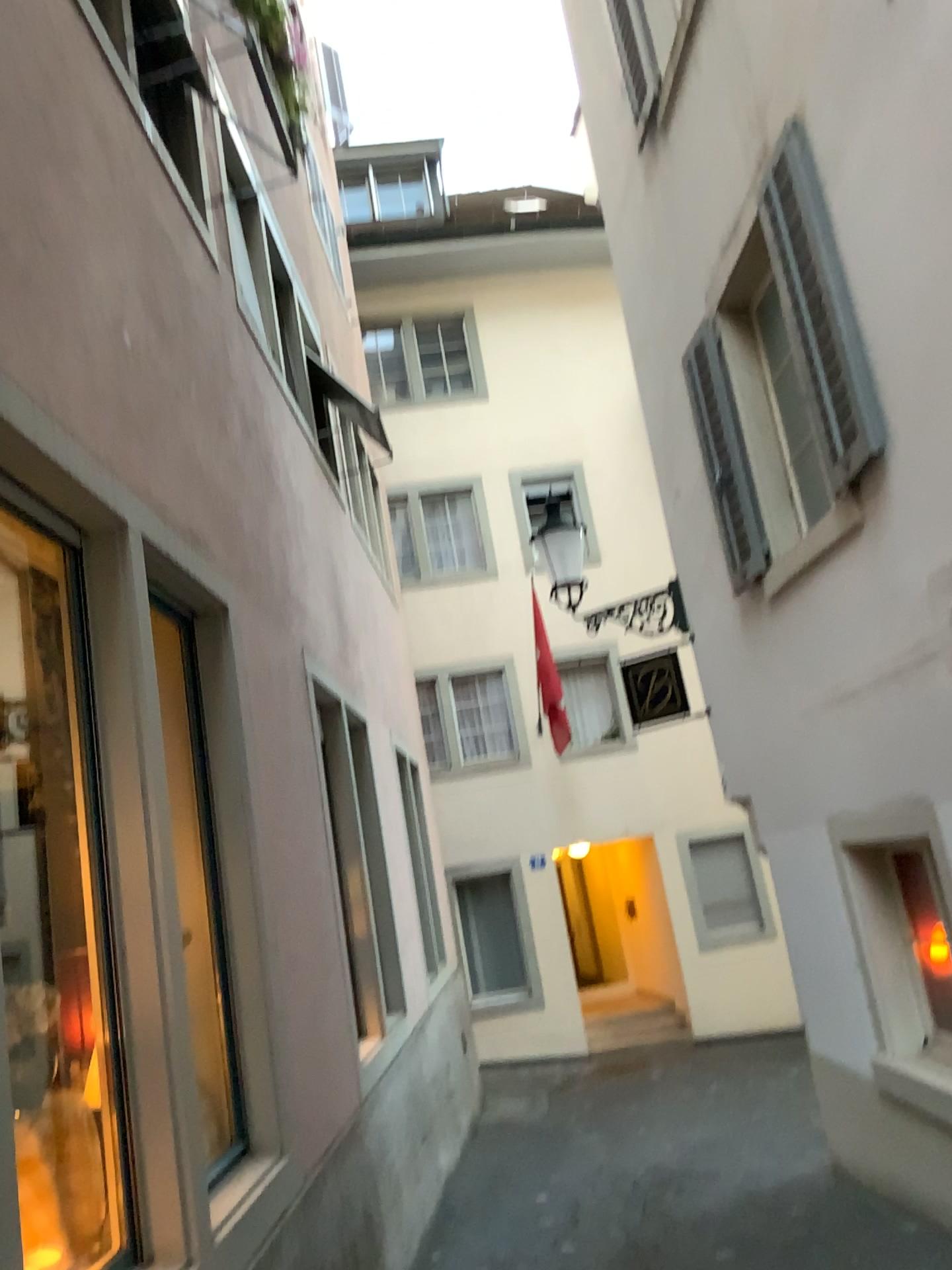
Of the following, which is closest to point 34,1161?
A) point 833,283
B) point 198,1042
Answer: point 198,1042

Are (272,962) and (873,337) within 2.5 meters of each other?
no

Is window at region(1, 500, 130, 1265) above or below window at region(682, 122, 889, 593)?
below

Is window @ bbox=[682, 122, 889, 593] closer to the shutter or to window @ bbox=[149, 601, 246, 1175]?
the shutter

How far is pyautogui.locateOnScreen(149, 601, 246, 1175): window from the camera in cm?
368

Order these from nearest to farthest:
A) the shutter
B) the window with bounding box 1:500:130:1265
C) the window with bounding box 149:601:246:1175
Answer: the window with bounding box 1:500:130:1265 → the window with bounding box 149:601:246:1175 → the shutter

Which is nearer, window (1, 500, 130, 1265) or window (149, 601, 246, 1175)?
window (1, 500, 130, 1265)

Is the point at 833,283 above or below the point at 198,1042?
above

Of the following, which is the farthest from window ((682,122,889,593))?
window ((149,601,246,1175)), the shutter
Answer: window ((149,601,246,1175))

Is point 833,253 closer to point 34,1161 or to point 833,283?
point 833,283
